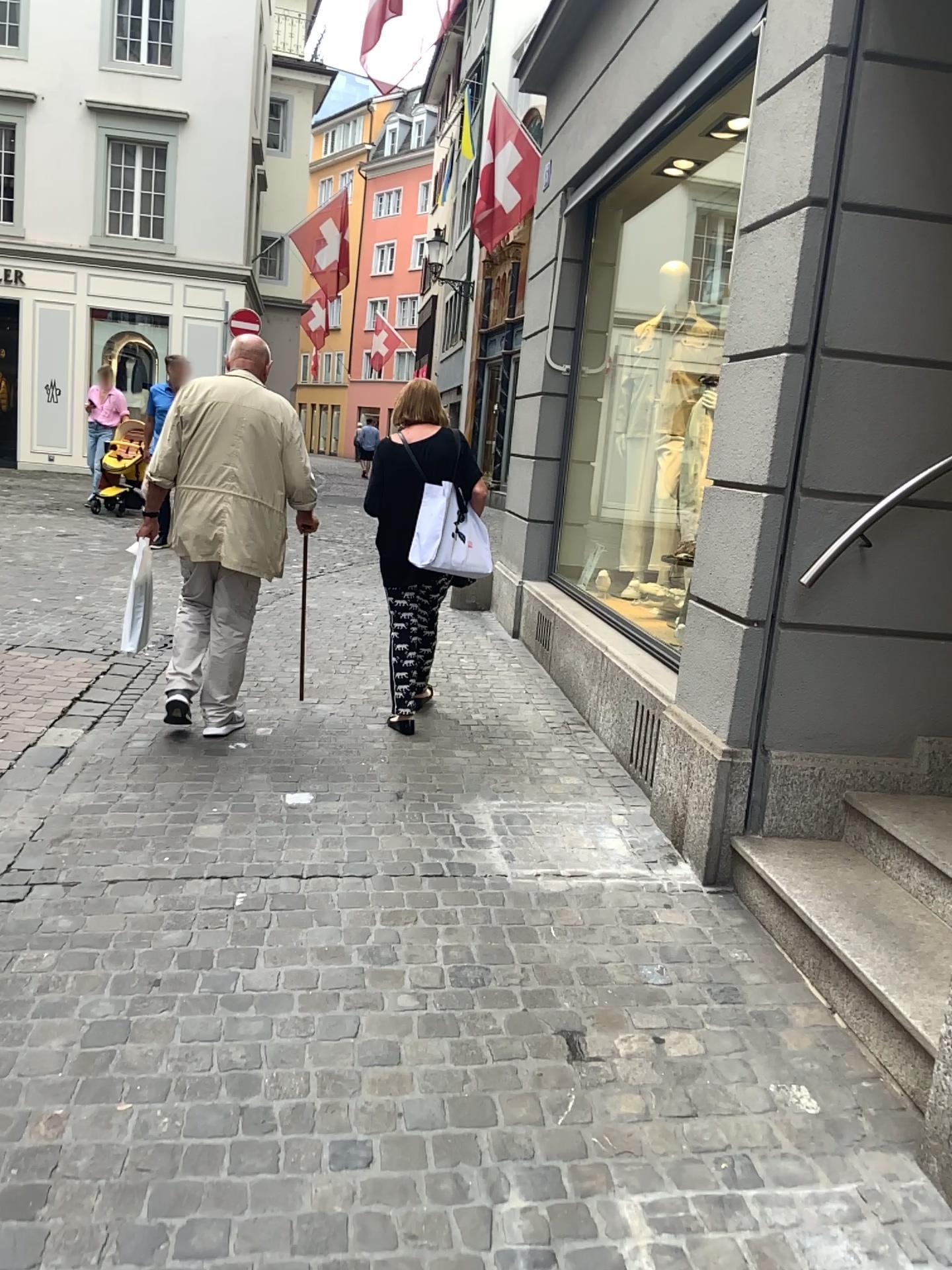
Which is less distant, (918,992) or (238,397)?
(918,992)

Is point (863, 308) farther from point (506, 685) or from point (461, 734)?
point (506, 685)

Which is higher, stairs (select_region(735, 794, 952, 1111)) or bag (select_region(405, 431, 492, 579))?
bag (select_region(405, 431, 492, 579))

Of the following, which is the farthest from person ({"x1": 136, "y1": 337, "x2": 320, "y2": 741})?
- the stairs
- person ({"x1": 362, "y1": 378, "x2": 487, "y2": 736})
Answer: the stairs

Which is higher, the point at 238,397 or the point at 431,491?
the point at 238,397

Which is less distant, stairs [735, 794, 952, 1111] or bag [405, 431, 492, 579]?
stairs [735, 794, 952, 1111]

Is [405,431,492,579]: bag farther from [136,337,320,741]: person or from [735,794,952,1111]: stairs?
[735,794,952,1111]: stairs

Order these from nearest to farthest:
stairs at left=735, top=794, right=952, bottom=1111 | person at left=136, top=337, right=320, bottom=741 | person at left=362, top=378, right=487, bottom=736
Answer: stairs at left=735, top=794, right=952, bottom=1111 → person at left=136, top=337, right=320, bottom=741 → person at left=362, top=378, right=487, bottom=736

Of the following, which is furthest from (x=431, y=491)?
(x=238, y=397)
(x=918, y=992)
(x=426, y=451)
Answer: (x=918, y=992)
